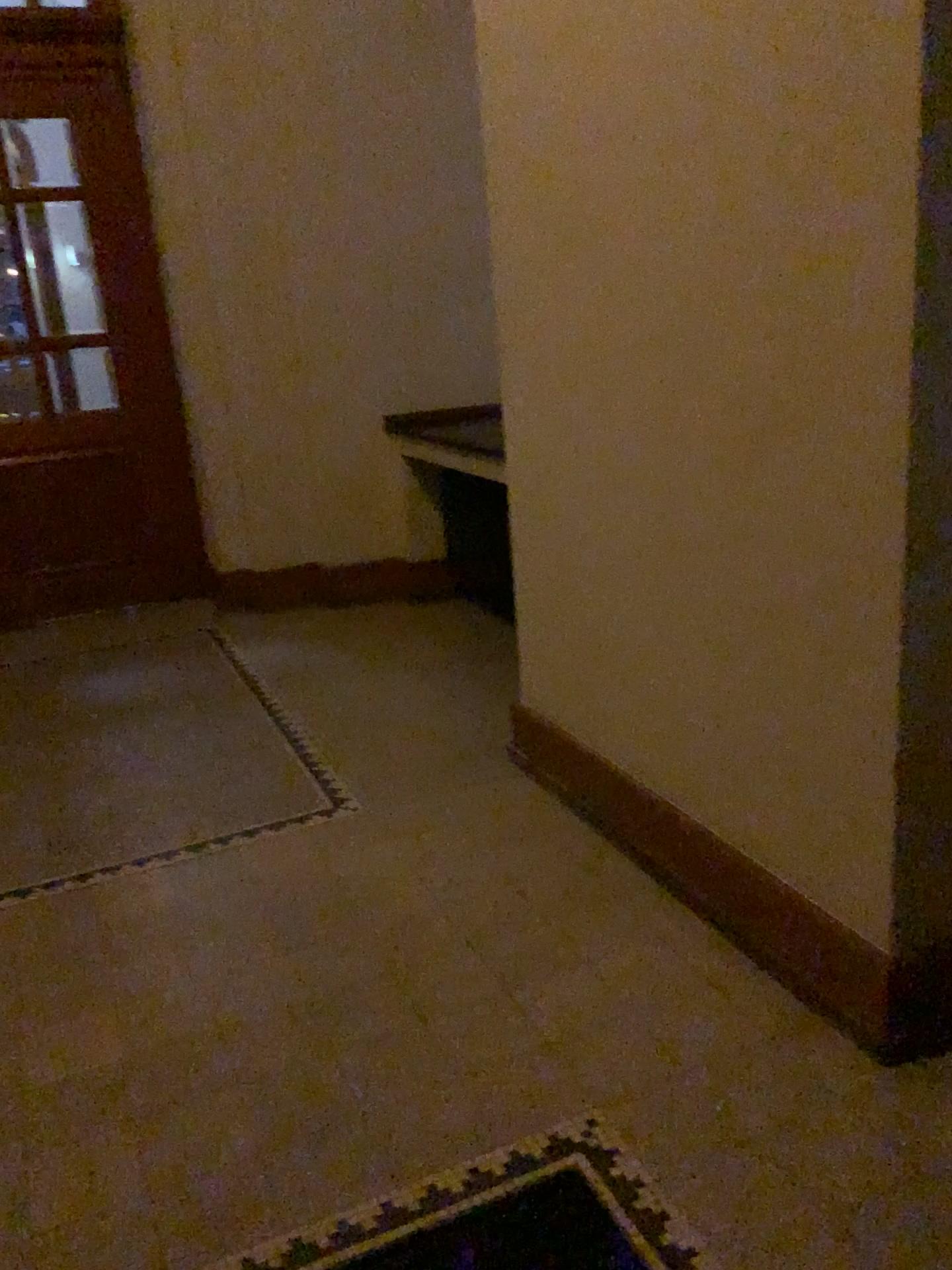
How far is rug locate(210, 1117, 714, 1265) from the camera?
1.7 meters

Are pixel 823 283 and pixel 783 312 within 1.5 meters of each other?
yes

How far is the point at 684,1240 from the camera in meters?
1.7
